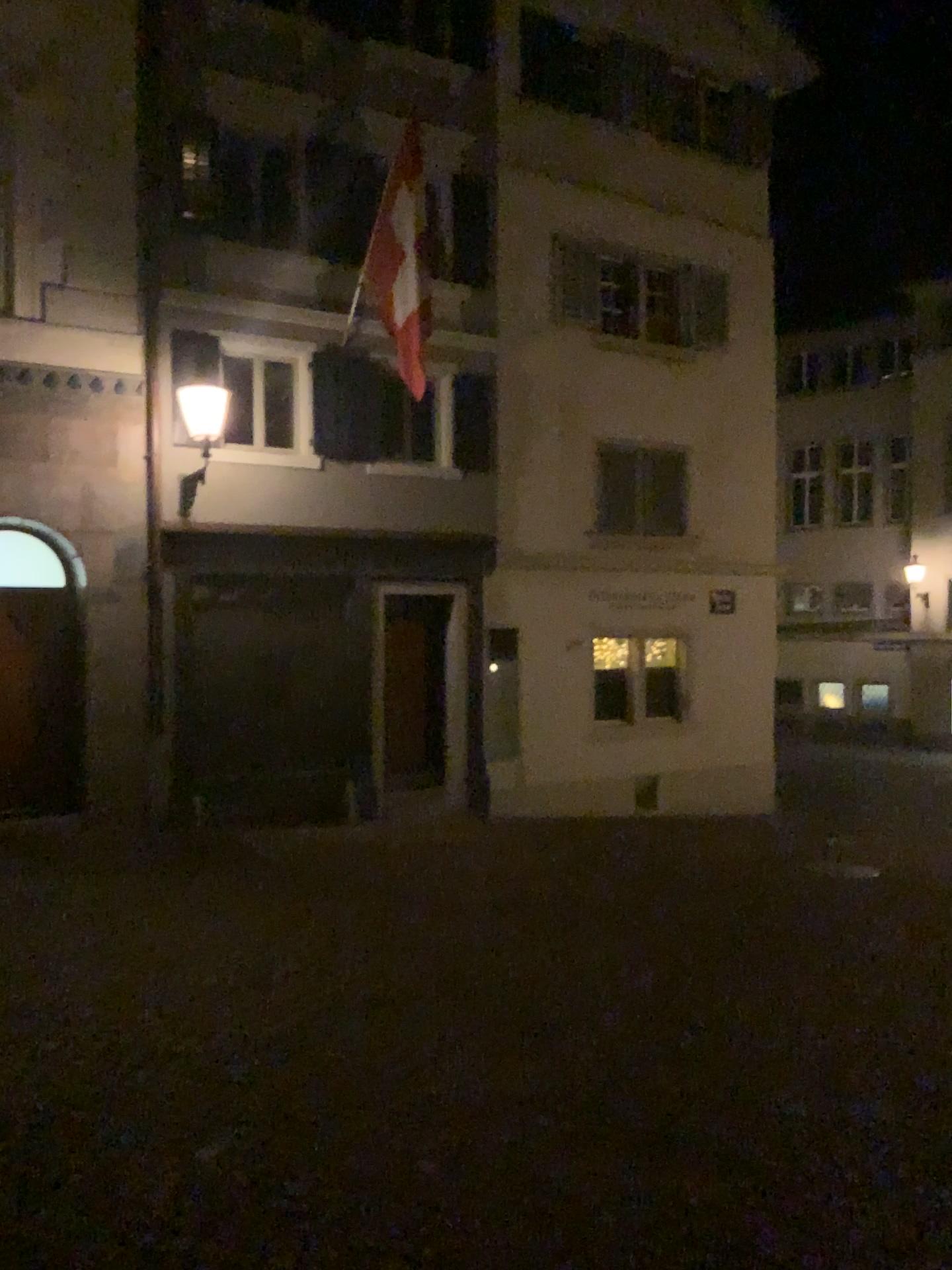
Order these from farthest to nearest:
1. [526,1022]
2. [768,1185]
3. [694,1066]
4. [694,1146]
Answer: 1. [526,1022]
2. [694,1066]
3. [694,1146]
4. [768,1185]
